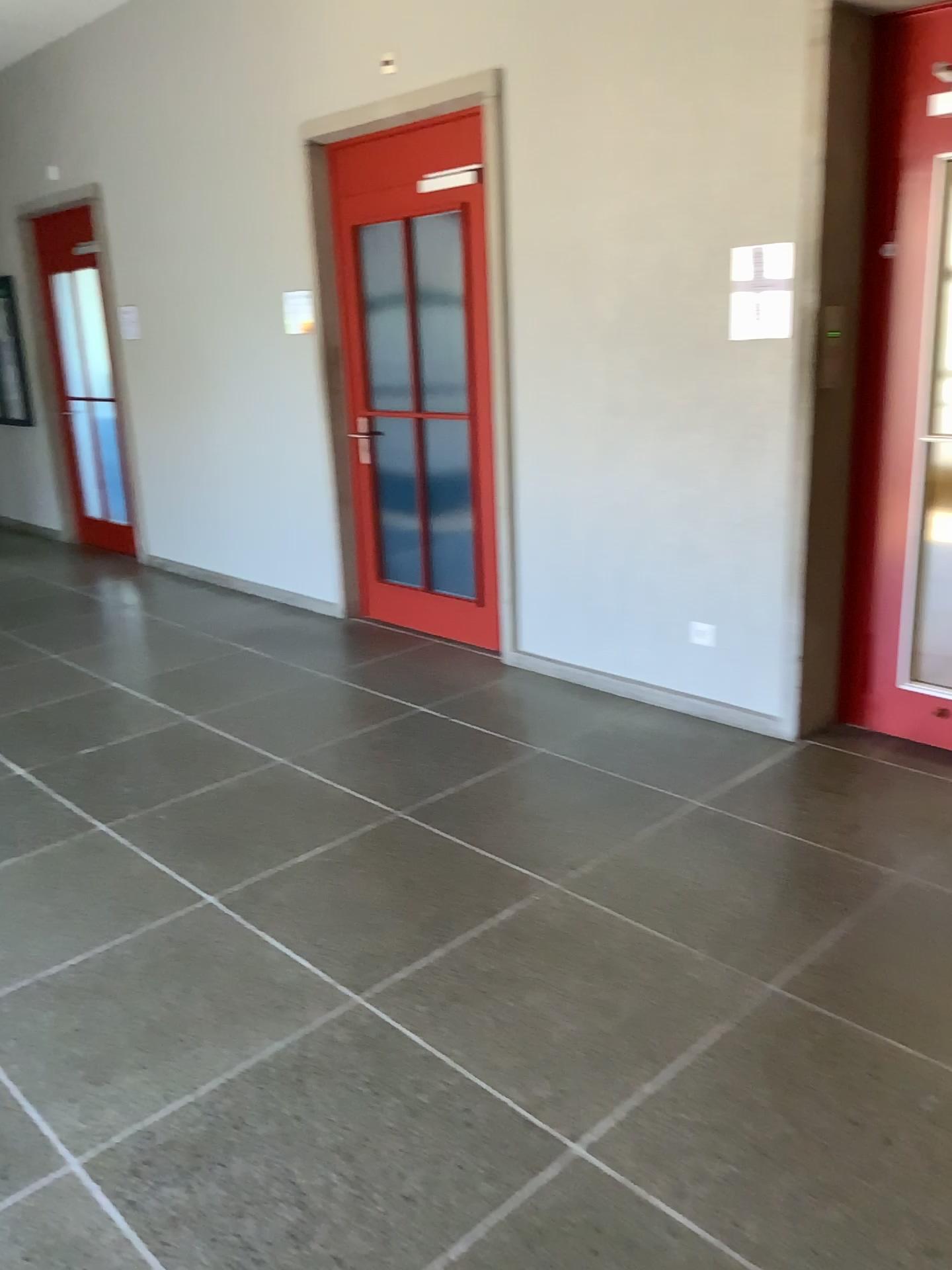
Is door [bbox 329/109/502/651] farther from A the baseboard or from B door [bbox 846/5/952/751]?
B door [bbox 846/5/952/751]

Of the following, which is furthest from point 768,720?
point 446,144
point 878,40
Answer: point 446,144

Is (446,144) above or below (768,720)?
above

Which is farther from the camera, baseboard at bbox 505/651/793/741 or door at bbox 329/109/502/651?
door at bbox 329/109/502/651

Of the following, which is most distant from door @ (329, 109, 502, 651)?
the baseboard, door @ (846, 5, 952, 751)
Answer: door @ (846, 5, 952, 751)

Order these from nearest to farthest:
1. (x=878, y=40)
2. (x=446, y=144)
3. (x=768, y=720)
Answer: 1. (x=878, y=40)
2. (x=768, y=720)
3. (x=446, y=144)

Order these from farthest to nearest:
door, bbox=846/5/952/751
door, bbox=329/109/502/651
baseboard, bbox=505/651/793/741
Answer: door, bbox=329/109/502/651, baseboard, bbox=505/651/793/741, door, bbox=846/5/952/751

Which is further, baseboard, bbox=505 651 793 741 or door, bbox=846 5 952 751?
baseboard, bbox=505 651 793 741

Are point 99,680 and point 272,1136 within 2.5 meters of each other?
no
